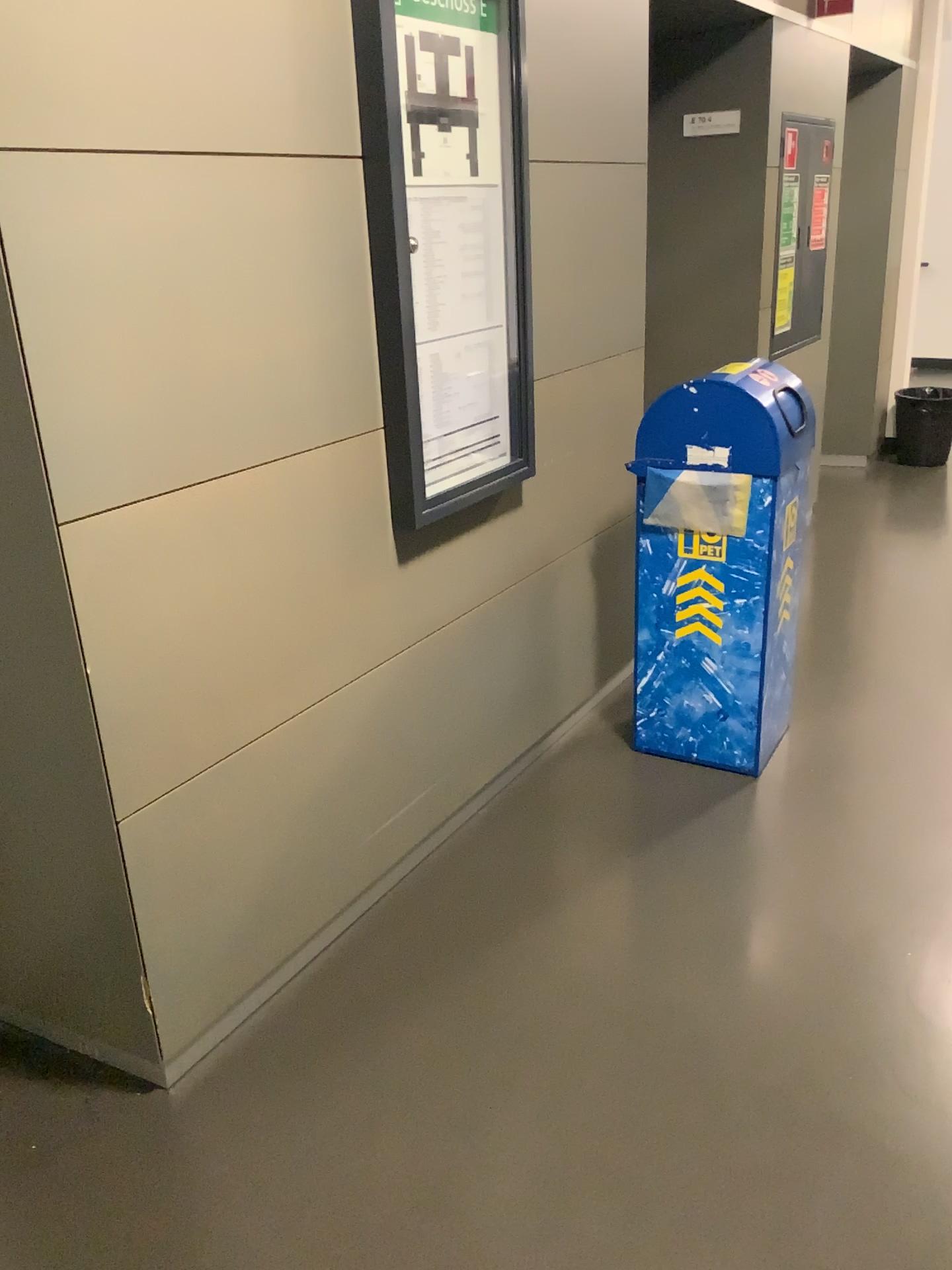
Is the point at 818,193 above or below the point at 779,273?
above

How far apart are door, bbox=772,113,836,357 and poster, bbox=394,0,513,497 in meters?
2.3

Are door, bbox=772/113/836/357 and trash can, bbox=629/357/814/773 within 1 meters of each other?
no

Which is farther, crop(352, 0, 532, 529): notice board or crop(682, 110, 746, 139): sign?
crop(682, 110, 746, 139): sign

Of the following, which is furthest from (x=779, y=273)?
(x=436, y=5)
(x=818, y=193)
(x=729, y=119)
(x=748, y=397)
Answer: (x=436, y=5)

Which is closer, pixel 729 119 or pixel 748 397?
pixel 748 397

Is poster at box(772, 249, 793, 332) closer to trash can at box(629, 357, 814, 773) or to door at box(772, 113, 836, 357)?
door at box(772, 113, 836, 357)

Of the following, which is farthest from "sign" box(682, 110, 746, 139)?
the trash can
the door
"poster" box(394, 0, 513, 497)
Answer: "poster" box(394, 0, 513, 497)

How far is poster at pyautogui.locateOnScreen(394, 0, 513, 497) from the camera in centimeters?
214cm

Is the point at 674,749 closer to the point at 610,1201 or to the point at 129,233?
the point at 610,1201
